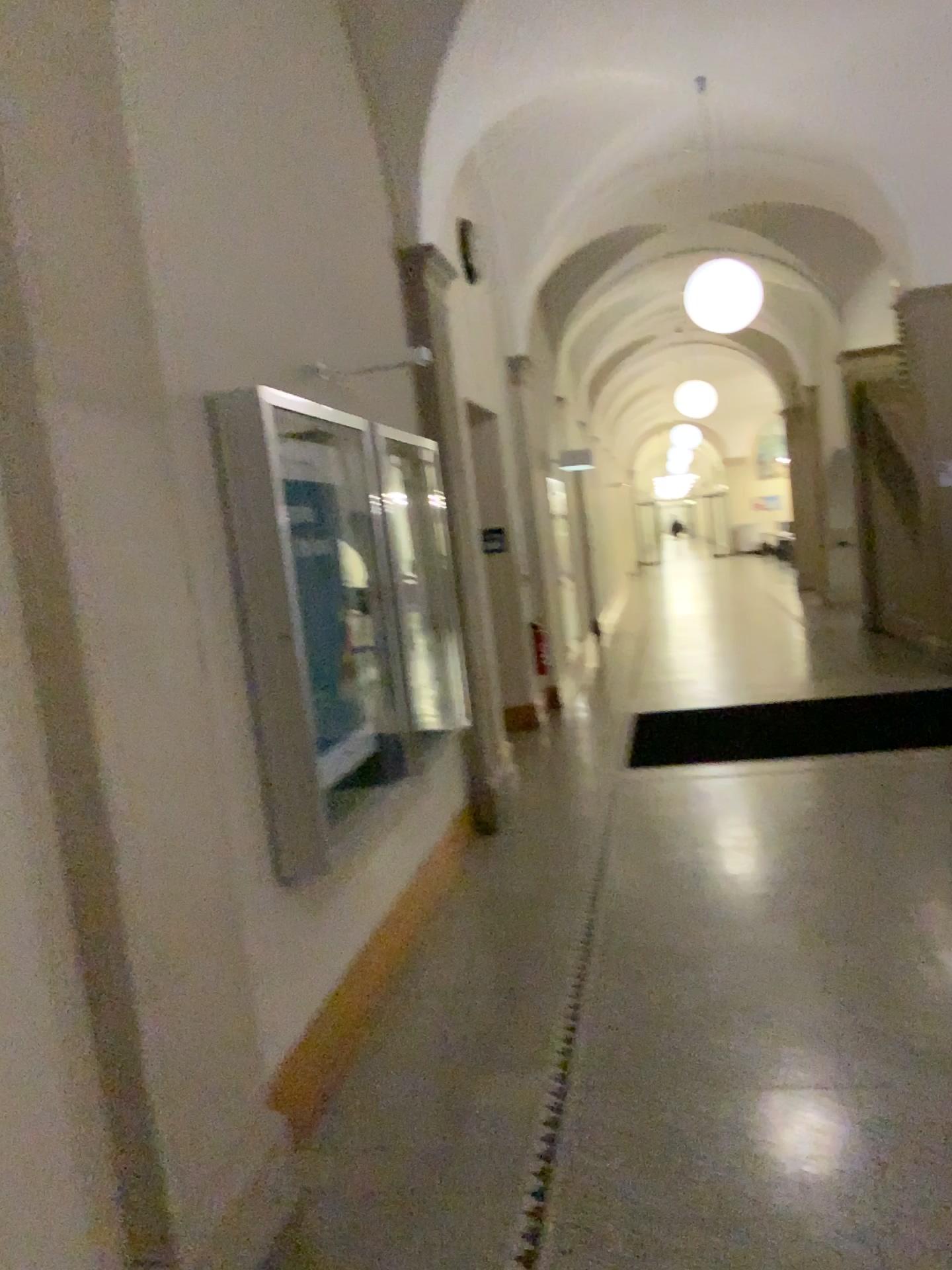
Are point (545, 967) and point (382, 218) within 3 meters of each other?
no
